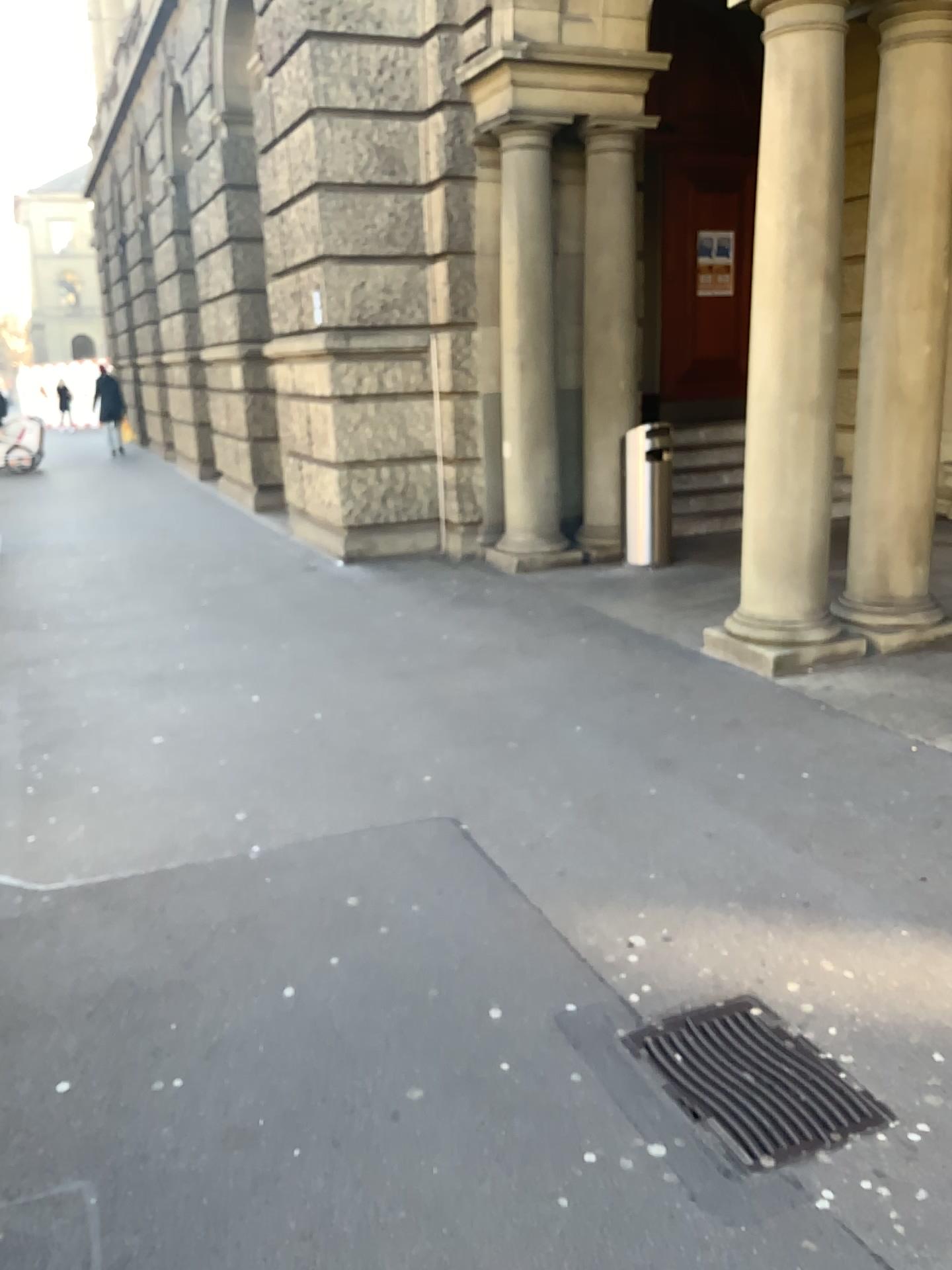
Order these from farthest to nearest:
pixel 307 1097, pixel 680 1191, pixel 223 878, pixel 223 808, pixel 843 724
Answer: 1. pixel 843 724
2. pixel 223 808
3. pixel 223 878
4. pixel 307 1097
5. pixel 680 1191
